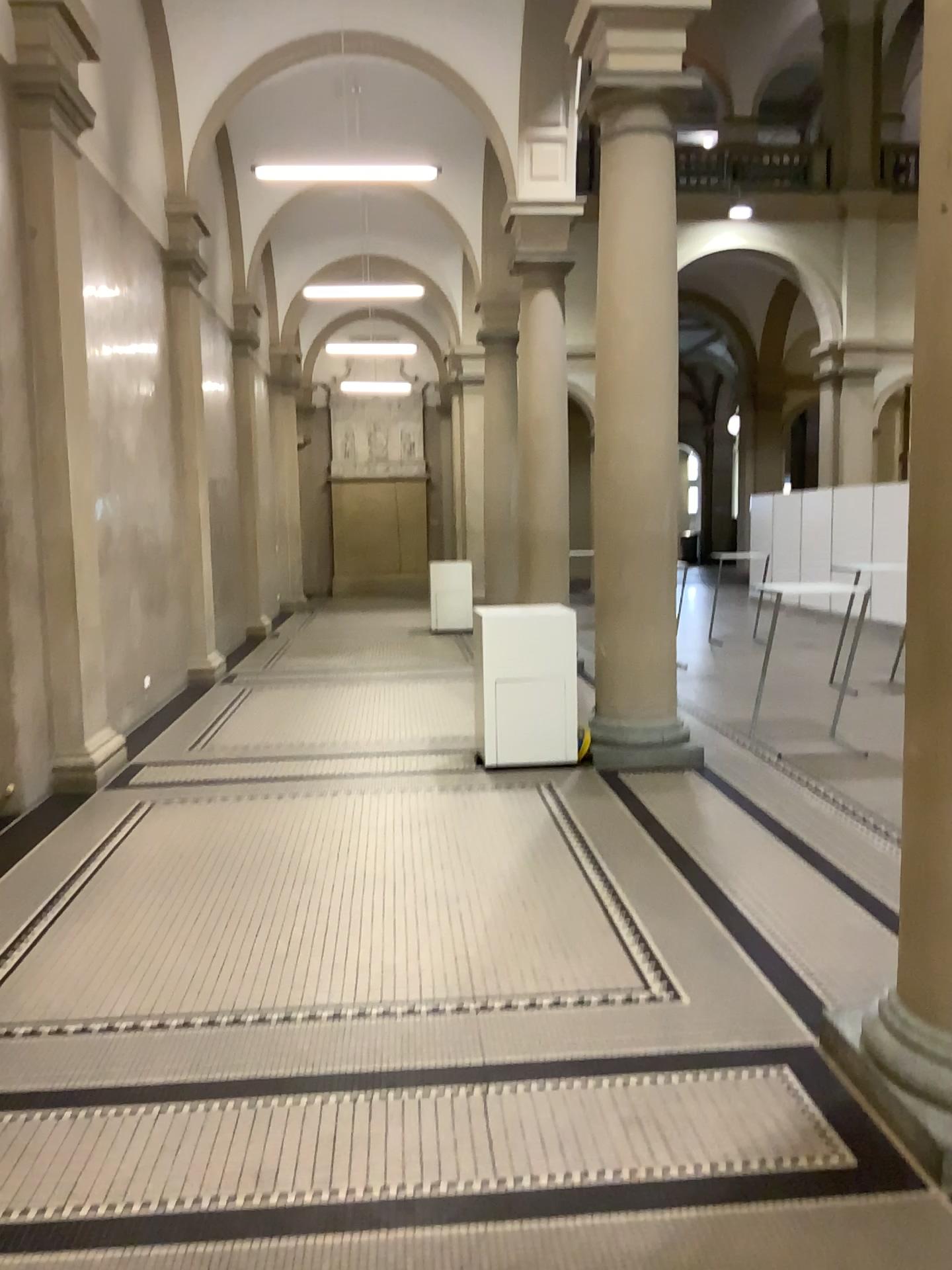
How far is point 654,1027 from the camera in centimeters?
323cm
